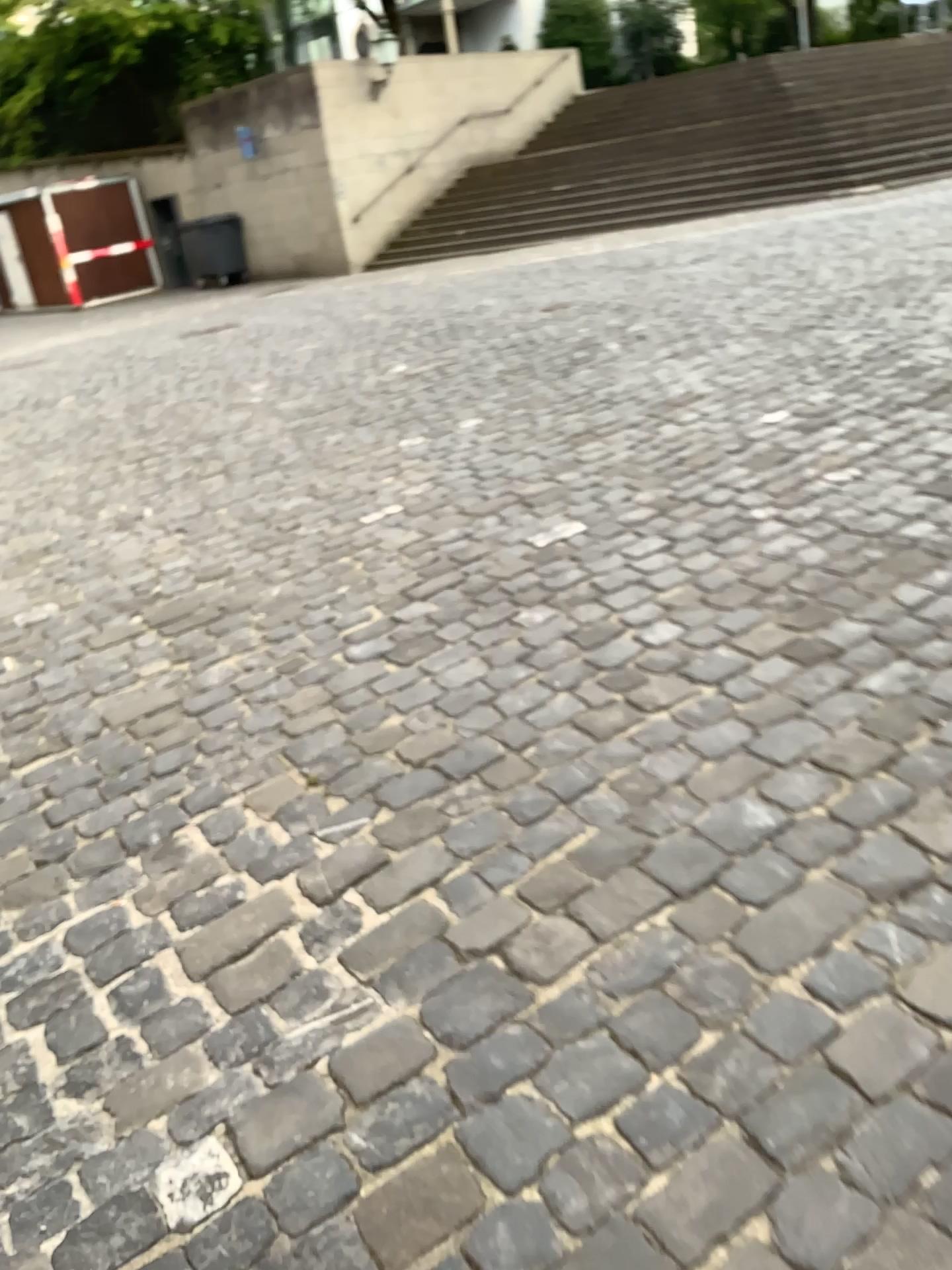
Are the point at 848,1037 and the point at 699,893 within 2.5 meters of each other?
yes
